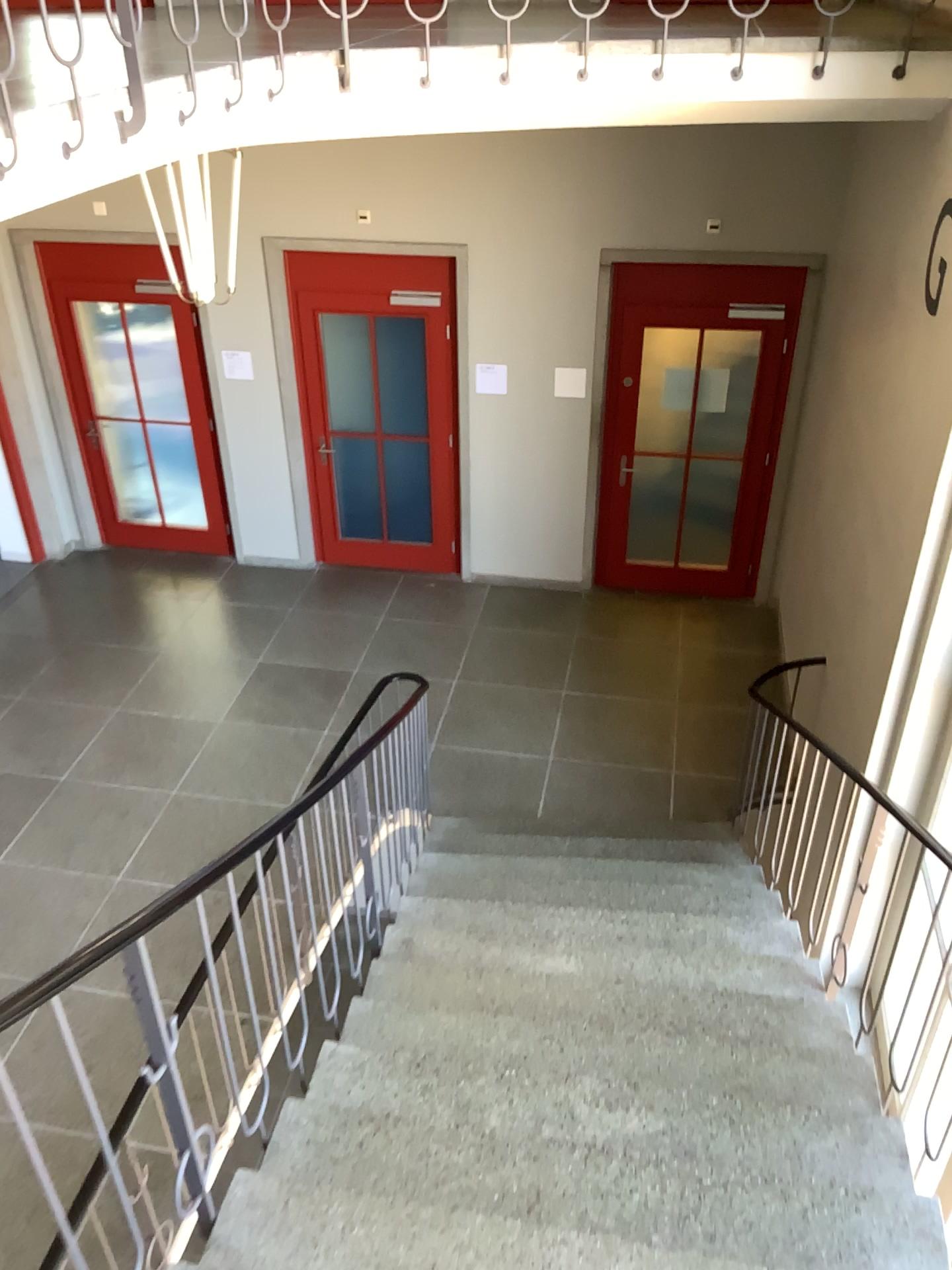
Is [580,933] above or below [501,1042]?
below
